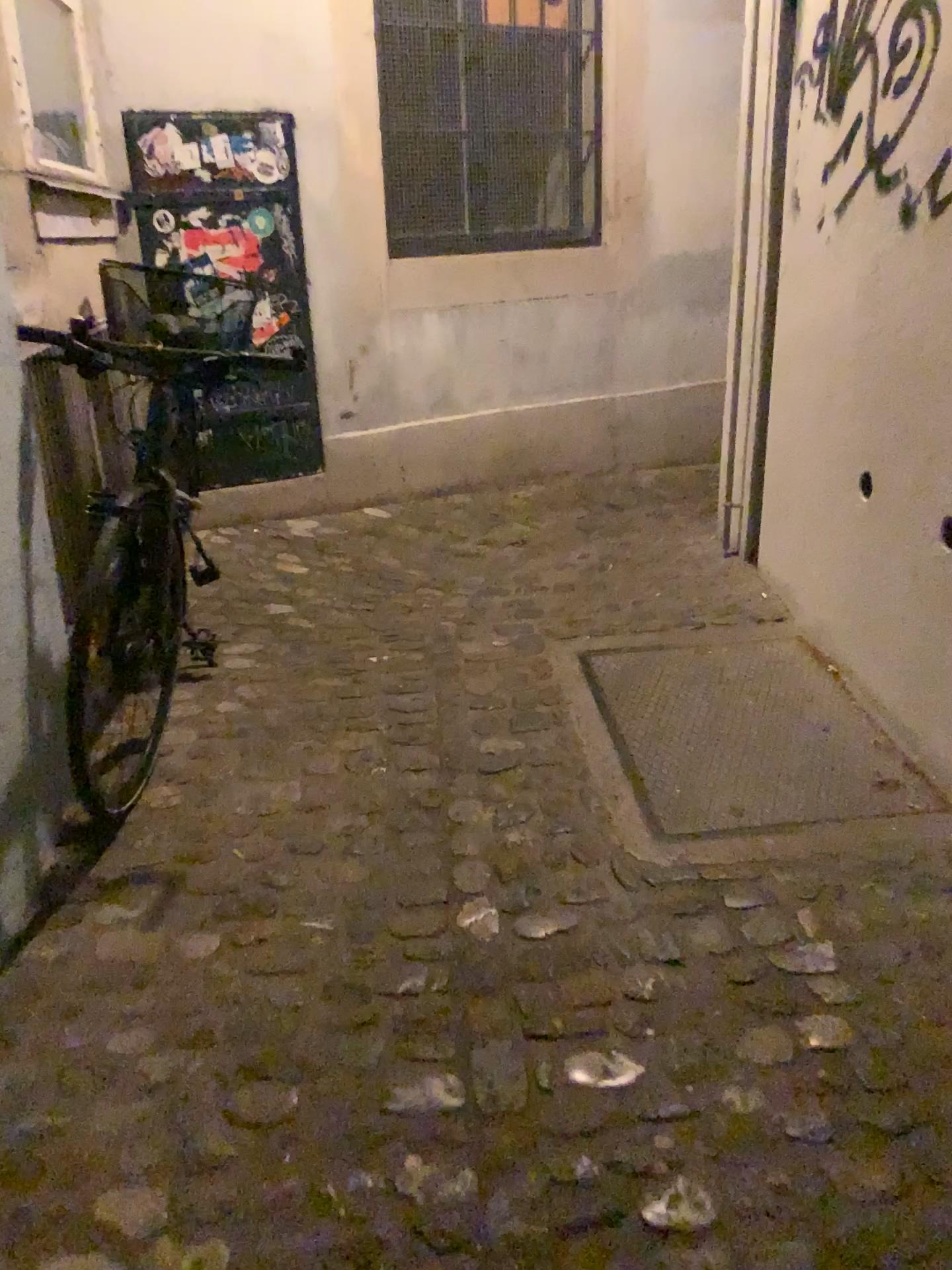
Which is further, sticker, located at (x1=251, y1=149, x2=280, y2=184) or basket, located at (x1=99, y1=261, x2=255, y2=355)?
sticker, located at (x1=251, y1=149, x2=280, y2=184)

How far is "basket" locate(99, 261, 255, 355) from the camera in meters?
3.1

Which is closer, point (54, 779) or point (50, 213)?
point (54, 779)

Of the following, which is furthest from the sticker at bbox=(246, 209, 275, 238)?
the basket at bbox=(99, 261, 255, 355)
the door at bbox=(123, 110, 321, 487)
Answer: the basket at bbox=(99, 261, 255, 355)

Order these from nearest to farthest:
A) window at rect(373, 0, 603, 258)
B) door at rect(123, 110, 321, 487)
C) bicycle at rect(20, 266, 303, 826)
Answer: bicycle at rect(20, 266, 303, 826), door at rect(123, 110, 321, 487), window at rect(373, 0, 603, 258)

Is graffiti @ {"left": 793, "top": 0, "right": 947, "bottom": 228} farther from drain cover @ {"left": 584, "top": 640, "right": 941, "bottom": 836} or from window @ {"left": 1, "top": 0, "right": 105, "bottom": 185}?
window @ {"left": 1, "top": 0, "right": 105, "bottom": 185}

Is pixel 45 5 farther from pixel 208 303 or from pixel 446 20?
pixel 446 20

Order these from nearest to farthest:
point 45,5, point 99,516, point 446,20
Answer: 1. point 99,516
2. point 45,5
3. point 446,20

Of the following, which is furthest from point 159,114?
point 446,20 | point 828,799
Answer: point 828,799

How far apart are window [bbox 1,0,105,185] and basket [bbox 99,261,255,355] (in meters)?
0.27
